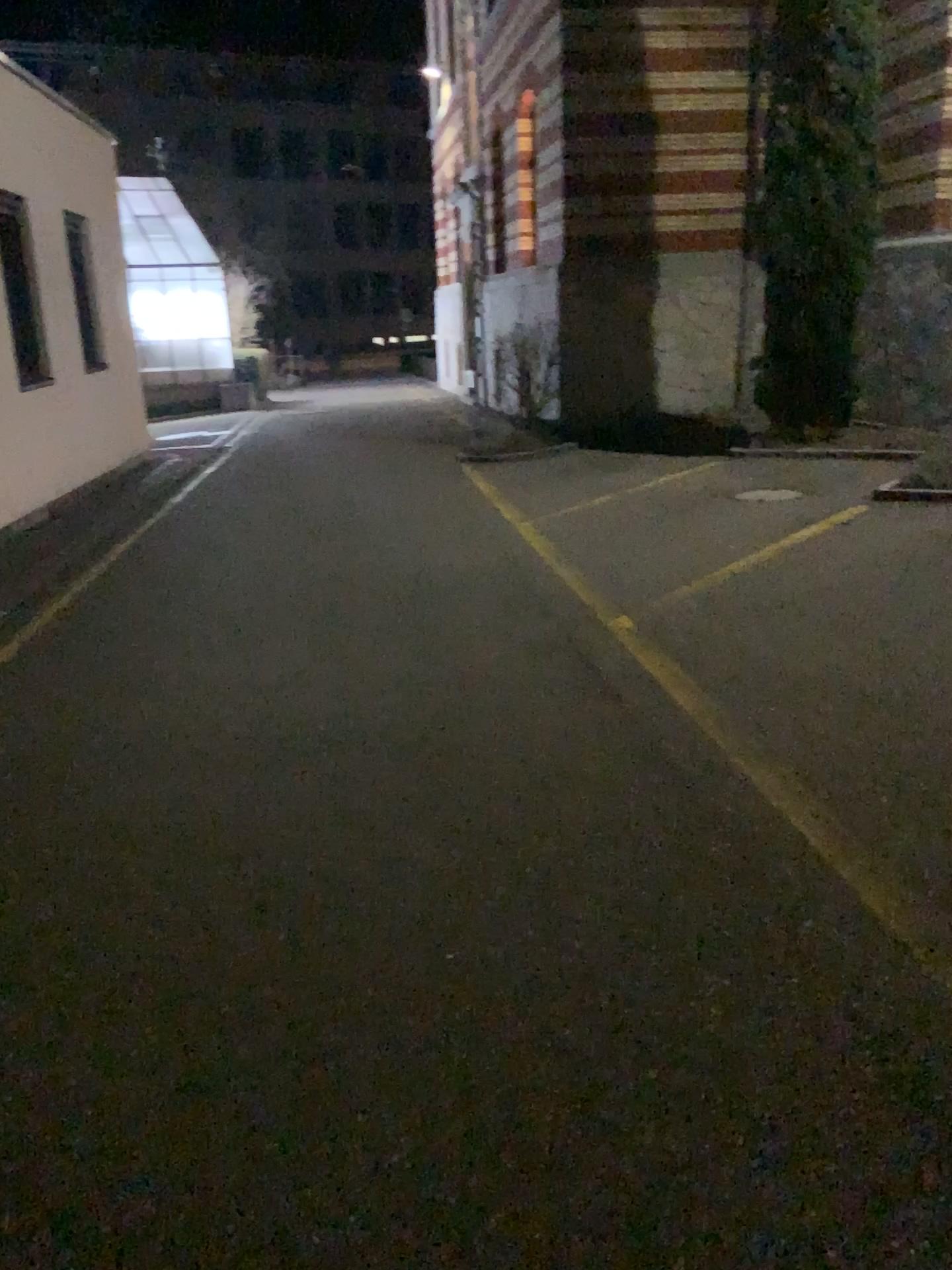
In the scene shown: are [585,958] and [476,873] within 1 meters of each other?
yes
